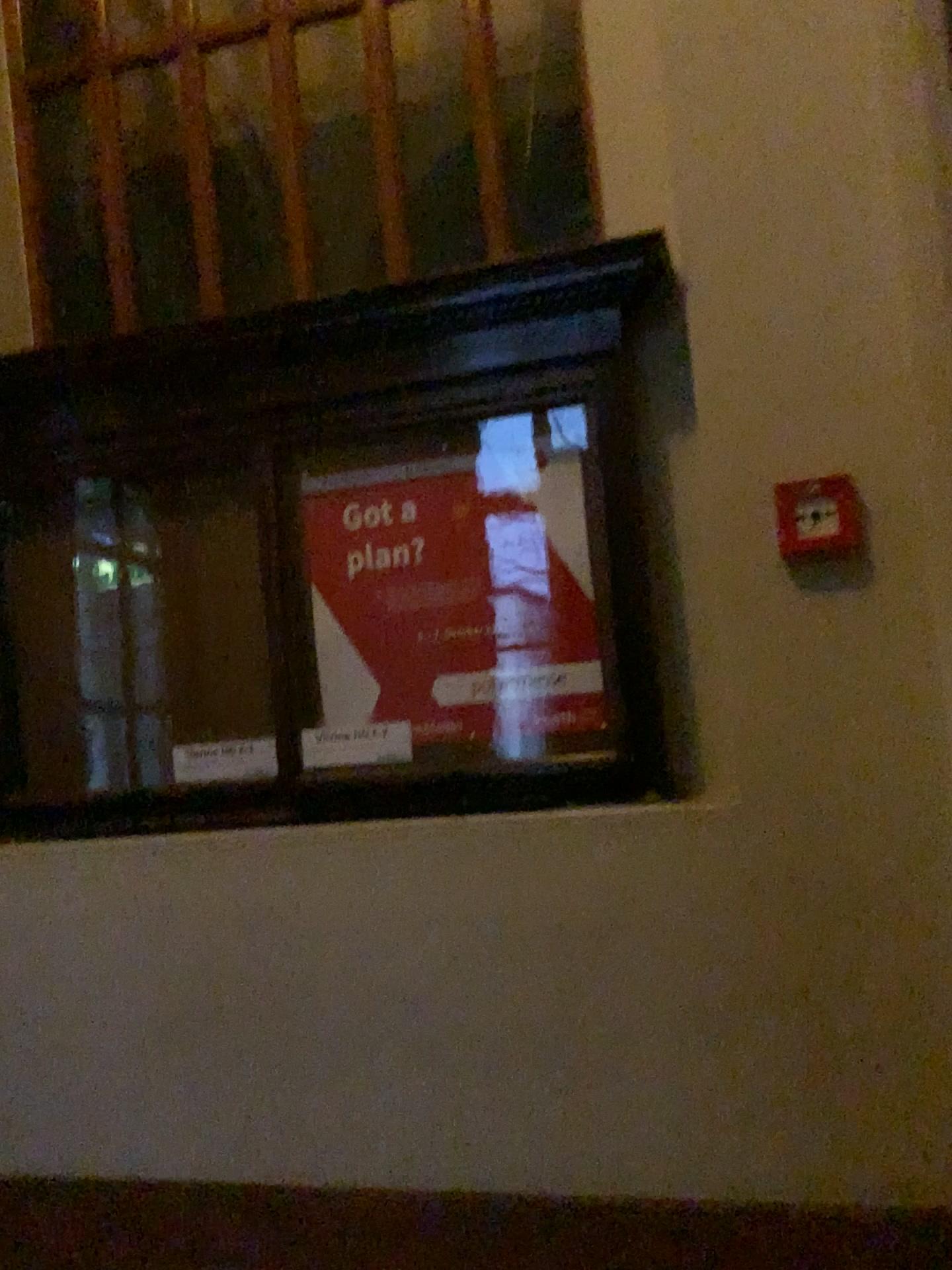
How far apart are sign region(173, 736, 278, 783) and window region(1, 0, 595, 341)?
1.1 meters

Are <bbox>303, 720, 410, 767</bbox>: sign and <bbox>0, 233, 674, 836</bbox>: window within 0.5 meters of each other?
yes

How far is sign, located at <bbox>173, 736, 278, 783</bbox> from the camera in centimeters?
233cm

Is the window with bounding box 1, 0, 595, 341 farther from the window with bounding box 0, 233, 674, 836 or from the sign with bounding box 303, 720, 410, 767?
the sign with bounding box 303, 720, 410, 767

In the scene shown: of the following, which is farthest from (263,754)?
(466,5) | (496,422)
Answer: (466,5)

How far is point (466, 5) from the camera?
2.5m

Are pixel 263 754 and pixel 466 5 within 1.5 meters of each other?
no

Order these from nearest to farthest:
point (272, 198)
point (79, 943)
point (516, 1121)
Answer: point (516, 1121), point (79, 943), point (272, 198)

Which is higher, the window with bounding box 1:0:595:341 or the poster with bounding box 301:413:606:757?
the window with bounding box 1:0:595:341

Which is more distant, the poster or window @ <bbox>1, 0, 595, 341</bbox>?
window @ <bbox>1, 0, 595, 341</bbox>
